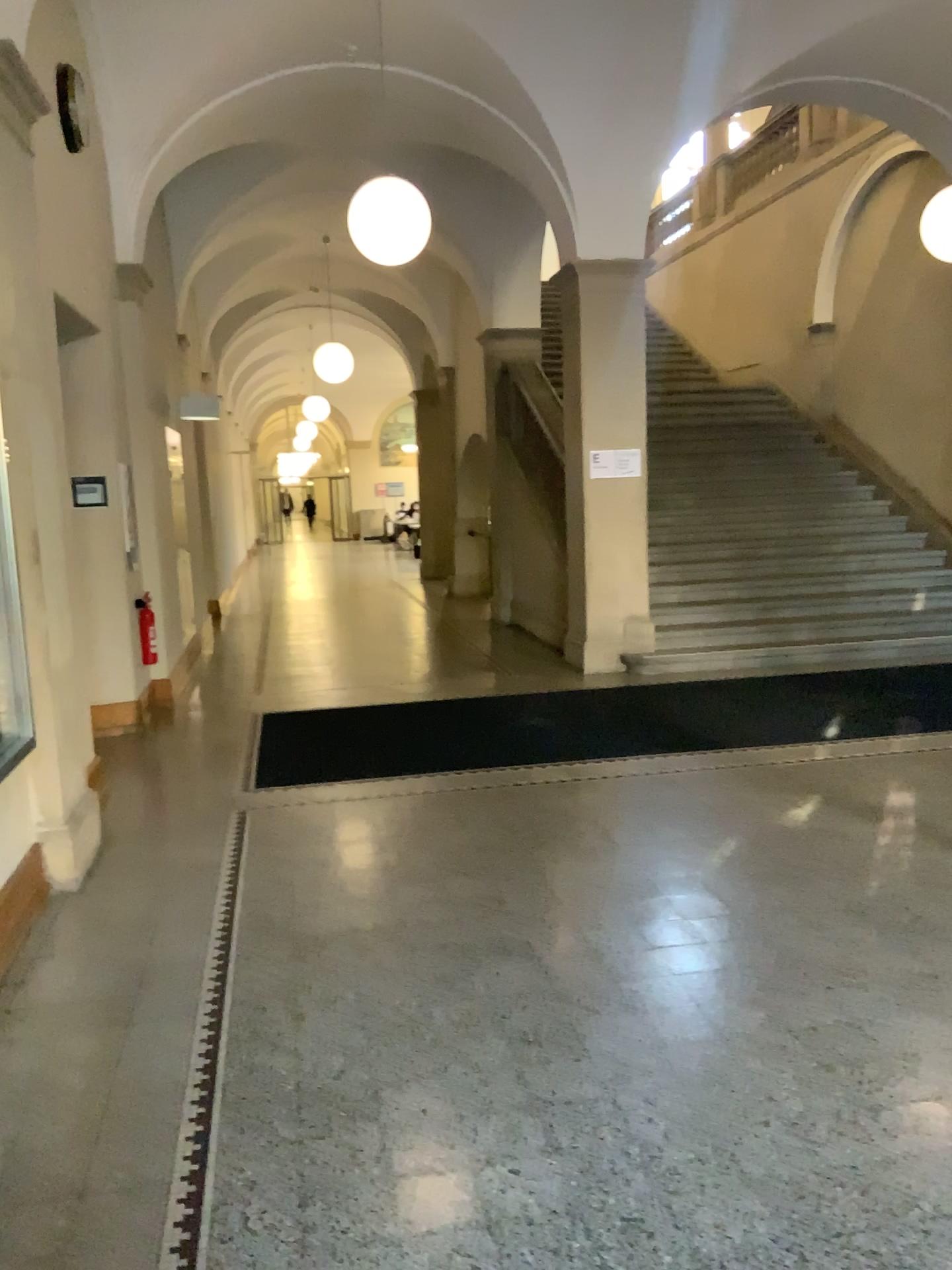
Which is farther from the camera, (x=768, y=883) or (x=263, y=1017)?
(x=768, y=883)
